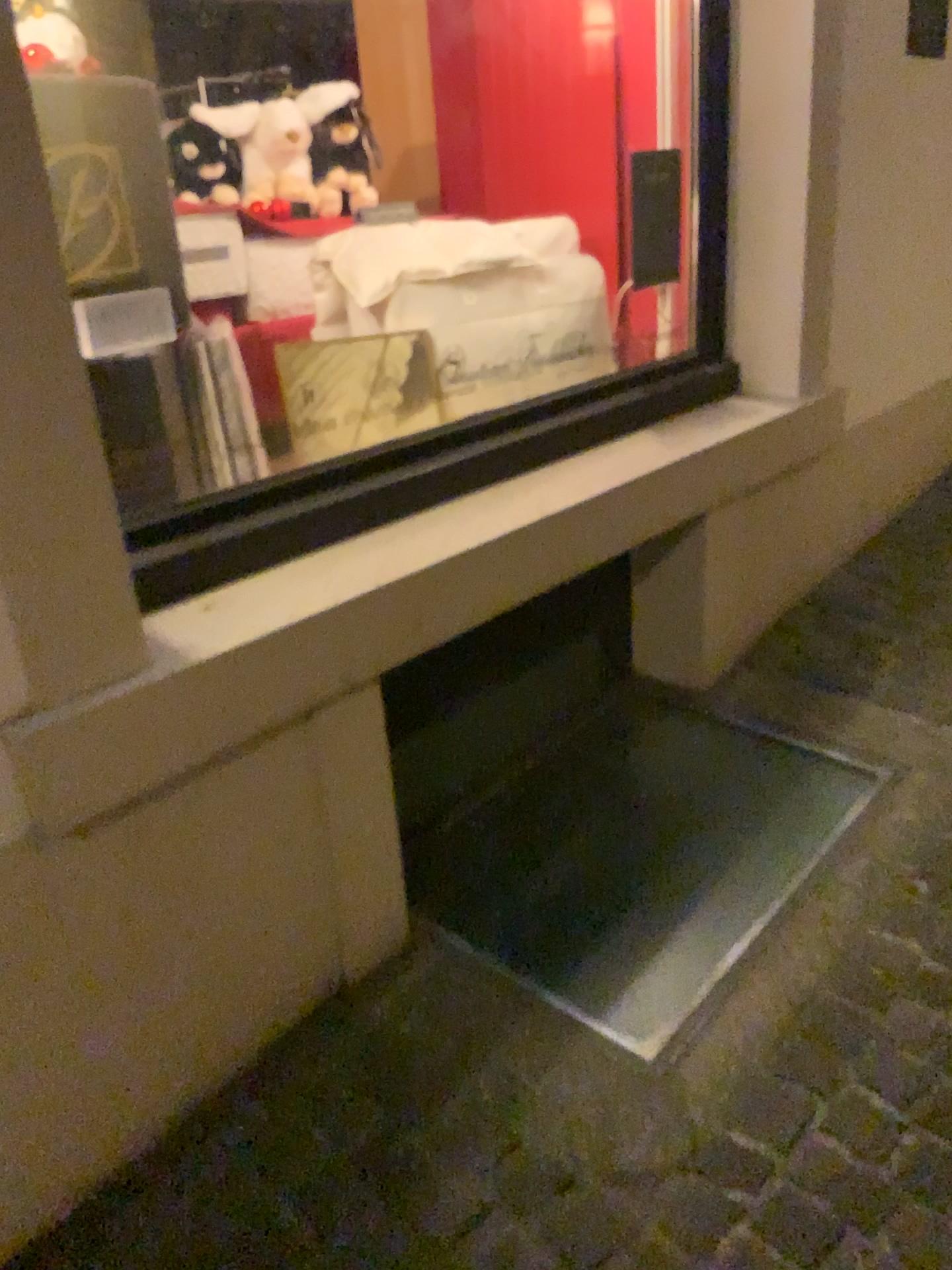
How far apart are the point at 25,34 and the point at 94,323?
0.6 meters

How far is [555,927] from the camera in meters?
1.9 m

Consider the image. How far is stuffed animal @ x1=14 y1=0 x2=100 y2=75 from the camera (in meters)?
1.76

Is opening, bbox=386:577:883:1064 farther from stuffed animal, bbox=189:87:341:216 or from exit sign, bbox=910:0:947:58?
exit sign, bbox=910:0:947:58

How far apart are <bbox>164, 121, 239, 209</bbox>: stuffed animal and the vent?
1.20m

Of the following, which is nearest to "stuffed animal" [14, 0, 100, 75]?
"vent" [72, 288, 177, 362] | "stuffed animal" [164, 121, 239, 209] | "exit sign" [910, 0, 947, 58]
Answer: "vent" [72, 288, 177, 362]

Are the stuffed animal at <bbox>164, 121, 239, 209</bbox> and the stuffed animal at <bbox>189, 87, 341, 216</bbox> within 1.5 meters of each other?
yes

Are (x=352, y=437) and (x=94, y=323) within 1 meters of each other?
yes

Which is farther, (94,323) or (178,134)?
(178,134)

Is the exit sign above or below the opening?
above
